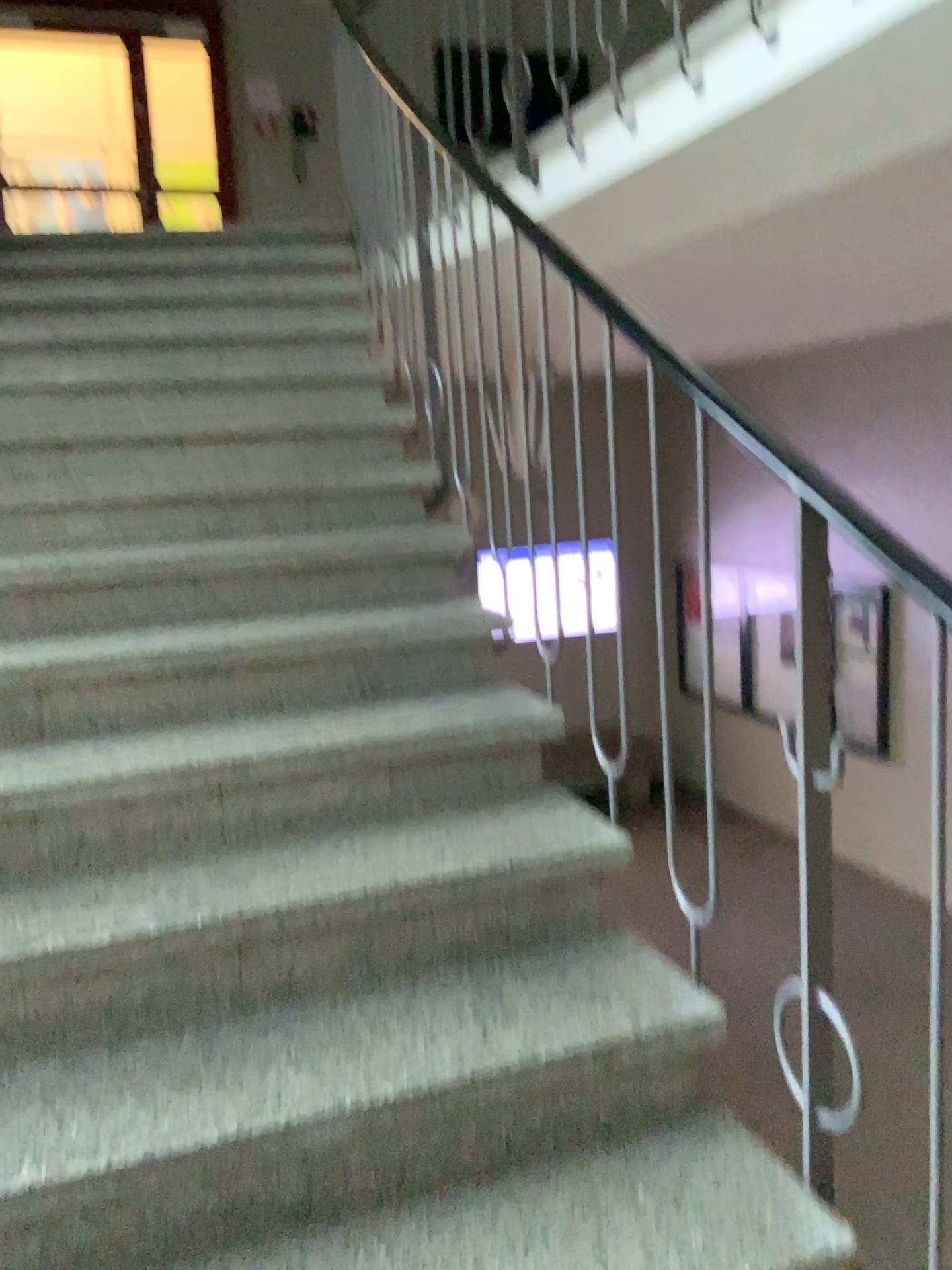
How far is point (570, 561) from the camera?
2.1m

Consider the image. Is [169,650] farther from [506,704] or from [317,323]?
[317,323]

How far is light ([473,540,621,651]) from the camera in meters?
2.1 m
